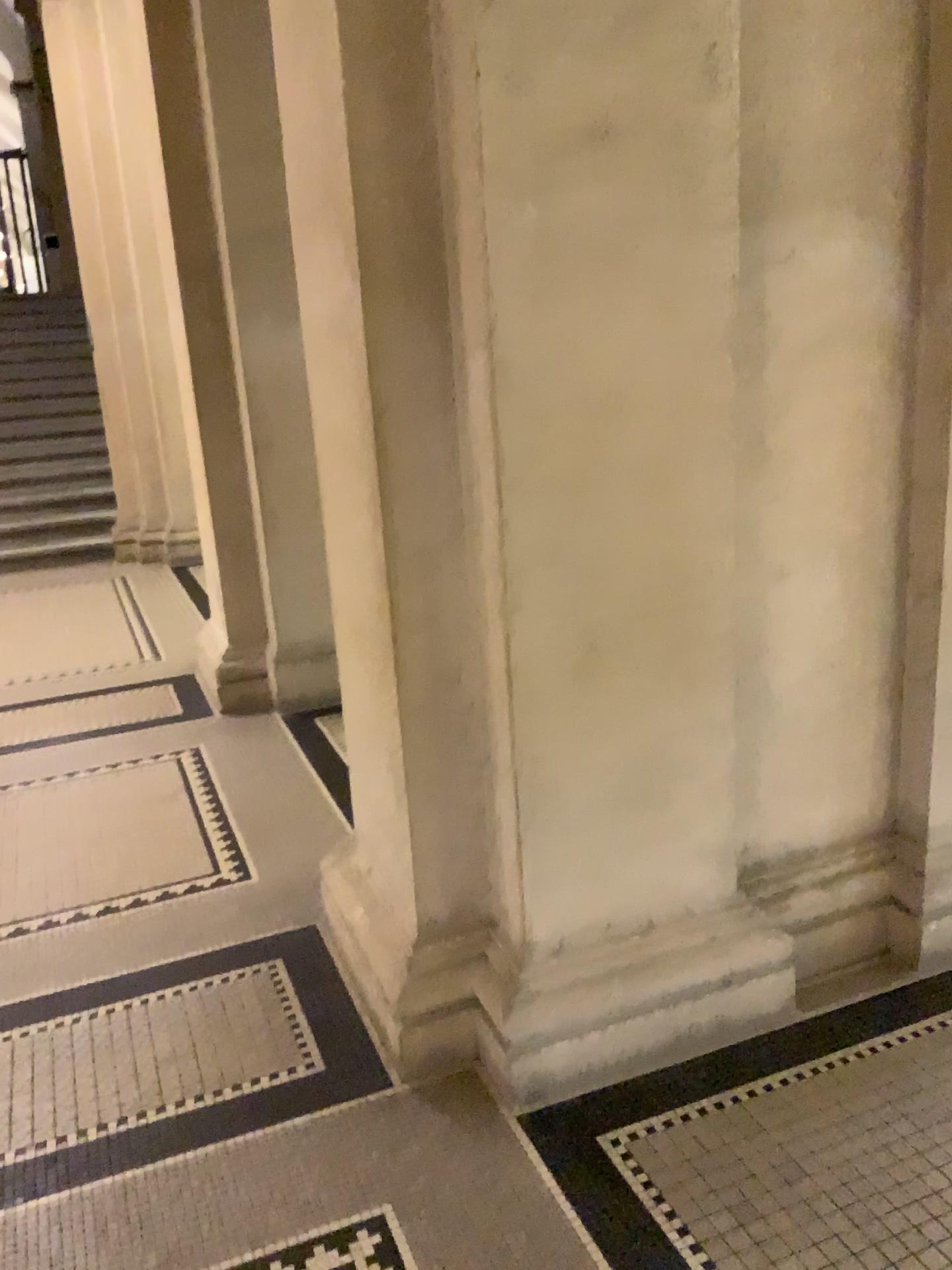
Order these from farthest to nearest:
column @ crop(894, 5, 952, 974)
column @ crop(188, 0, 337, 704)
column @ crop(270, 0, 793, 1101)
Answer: column @ crop(188, 0, 337, 704)
column @ crop(894, 5, 952, 974)
column @ crop(270, 0, 793, 1101)

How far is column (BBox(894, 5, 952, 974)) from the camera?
2.30m

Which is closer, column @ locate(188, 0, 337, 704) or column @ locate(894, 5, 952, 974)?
column @ locate(894, 5, 952, 974)

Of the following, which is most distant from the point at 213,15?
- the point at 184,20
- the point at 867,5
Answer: the point at 867,5

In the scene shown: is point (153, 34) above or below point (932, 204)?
above

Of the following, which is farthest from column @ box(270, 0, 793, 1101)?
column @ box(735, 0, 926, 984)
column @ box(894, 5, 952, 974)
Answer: column @ box(894, 5, 952, 974)

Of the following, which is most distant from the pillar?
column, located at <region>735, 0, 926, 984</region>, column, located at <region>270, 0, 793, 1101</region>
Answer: column, located at <region>735, 0, 926, 984</region>

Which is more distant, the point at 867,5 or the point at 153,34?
the point at 153,34

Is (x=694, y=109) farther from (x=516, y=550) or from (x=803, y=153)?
(x=516, y=550)

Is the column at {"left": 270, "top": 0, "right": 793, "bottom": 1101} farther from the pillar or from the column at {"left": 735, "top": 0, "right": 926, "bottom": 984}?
the pillar
